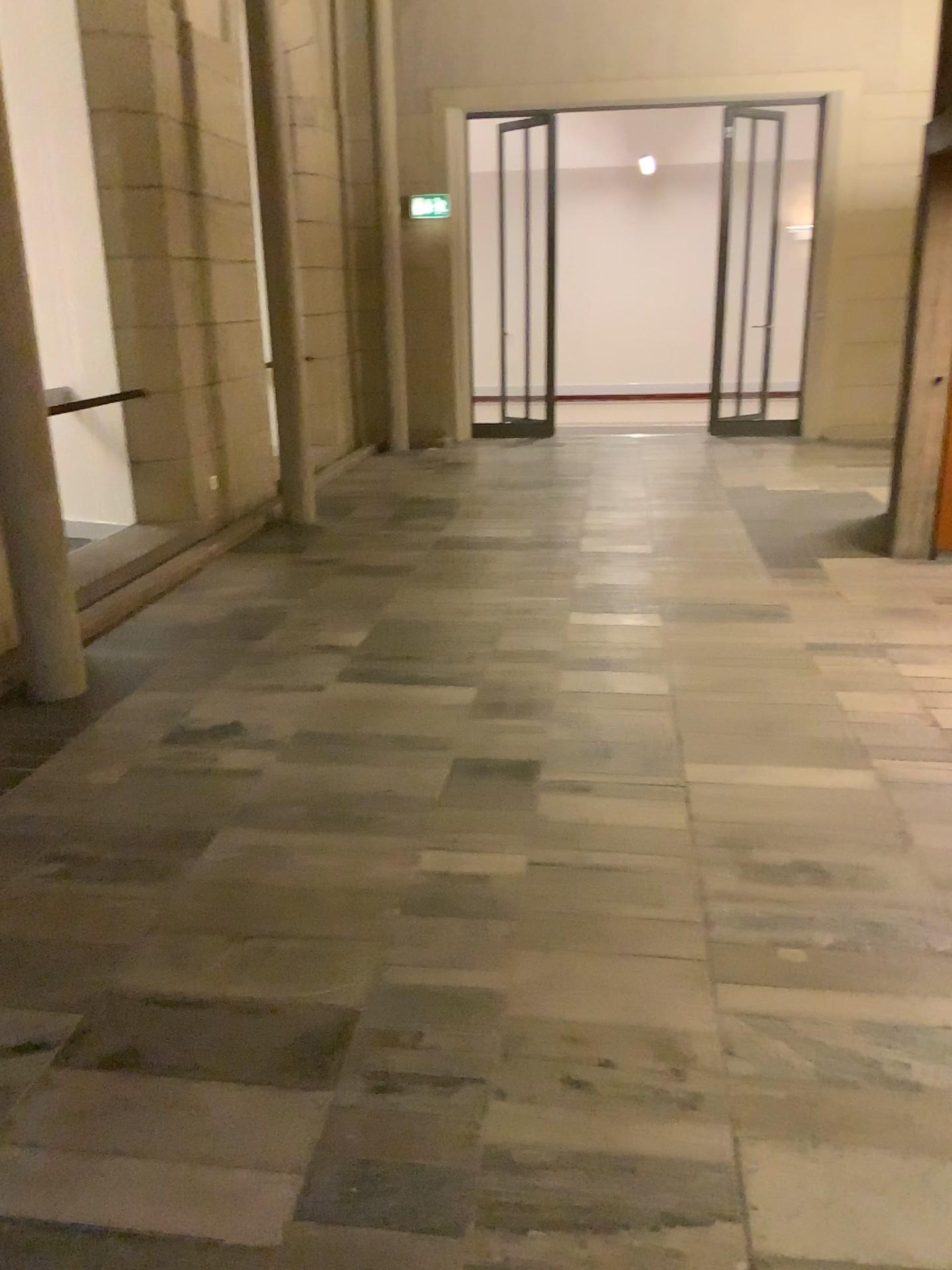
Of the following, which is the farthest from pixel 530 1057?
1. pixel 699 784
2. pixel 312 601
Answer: pixel 312 601
